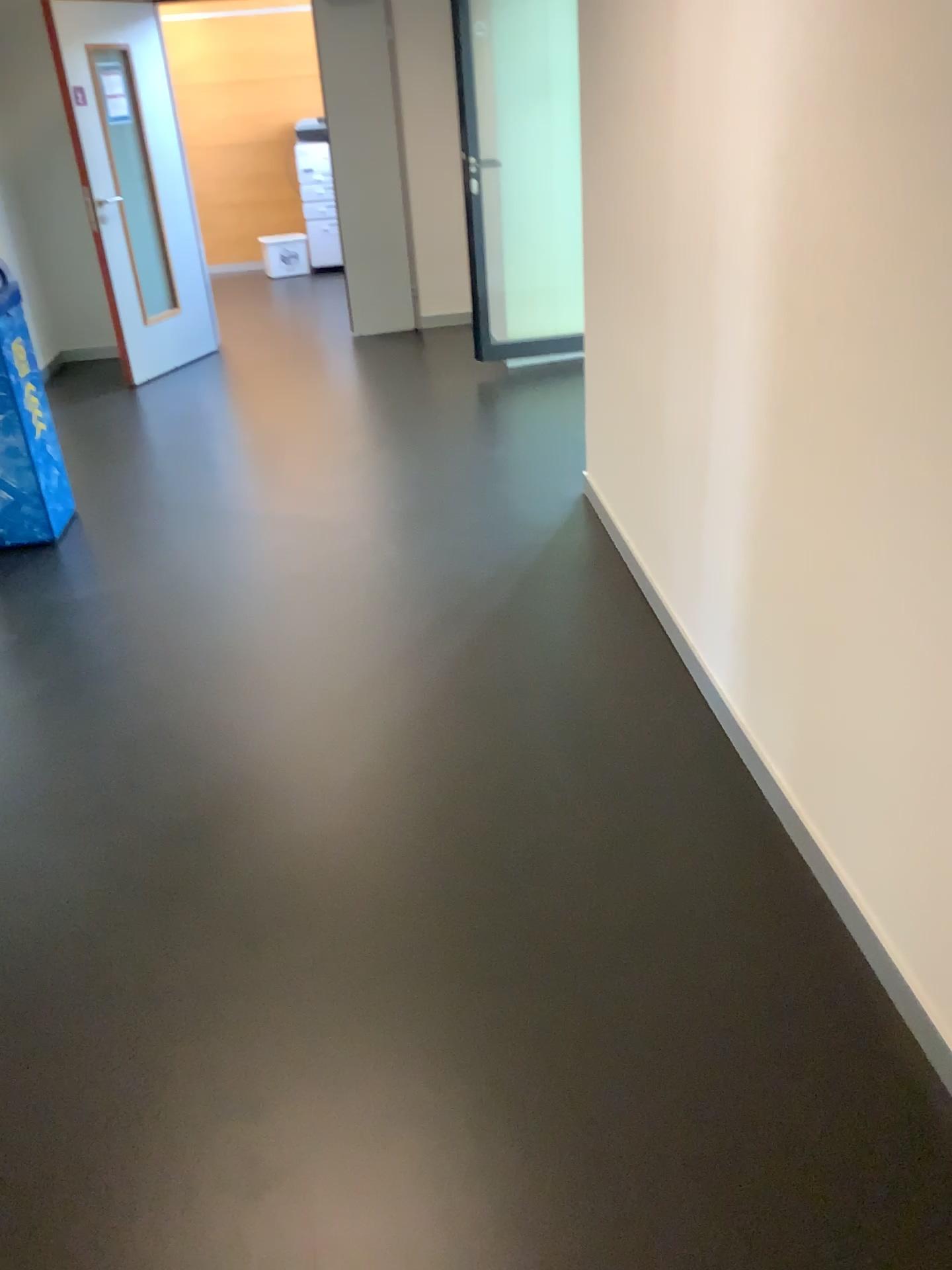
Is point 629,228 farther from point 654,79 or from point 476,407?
point 476,407
